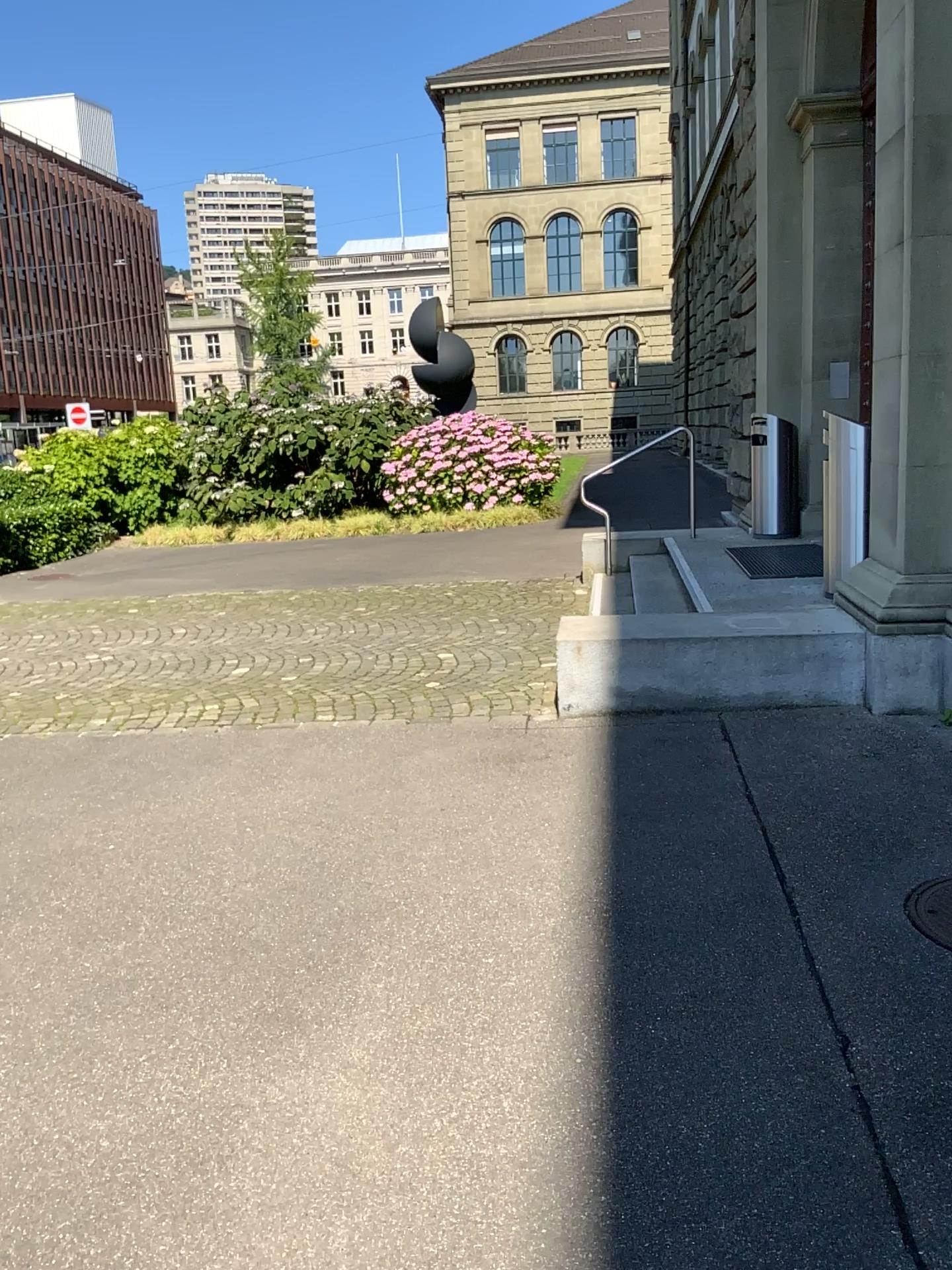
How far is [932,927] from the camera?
3.0m

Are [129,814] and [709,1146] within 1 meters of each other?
no

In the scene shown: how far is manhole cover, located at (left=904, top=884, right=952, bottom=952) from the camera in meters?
3.0
